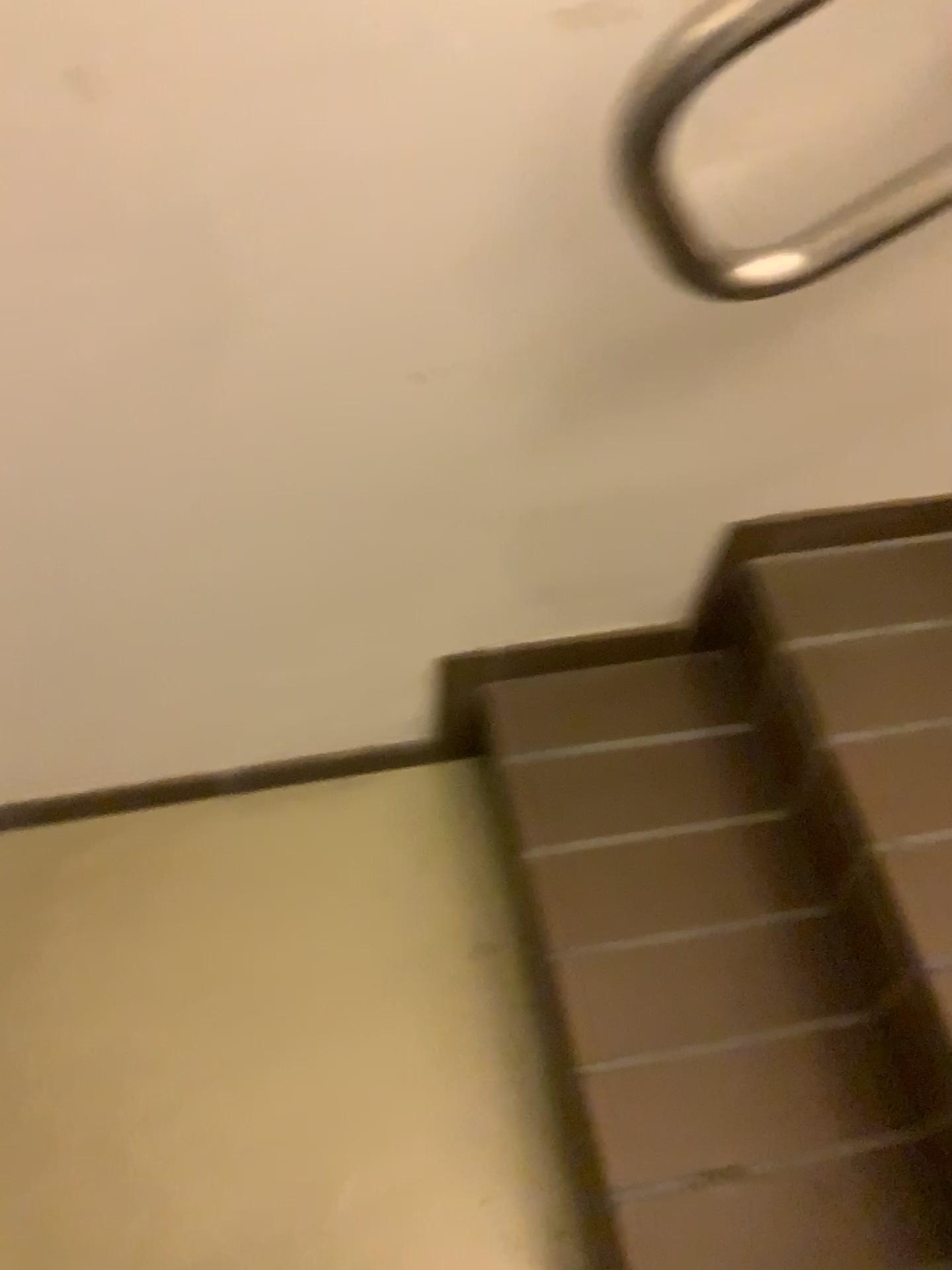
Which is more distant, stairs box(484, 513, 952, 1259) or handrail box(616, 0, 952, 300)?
stairs box(484, 513, 952, 1259)

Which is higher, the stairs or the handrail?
the handrail

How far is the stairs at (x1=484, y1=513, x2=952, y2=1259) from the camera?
0.9m

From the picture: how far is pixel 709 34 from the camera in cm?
58

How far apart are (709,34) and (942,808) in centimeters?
66cm

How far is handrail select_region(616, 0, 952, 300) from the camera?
0.58m

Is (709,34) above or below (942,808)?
above

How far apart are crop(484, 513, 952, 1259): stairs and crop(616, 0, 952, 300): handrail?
0.36m

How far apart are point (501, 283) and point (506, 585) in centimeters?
38cm
